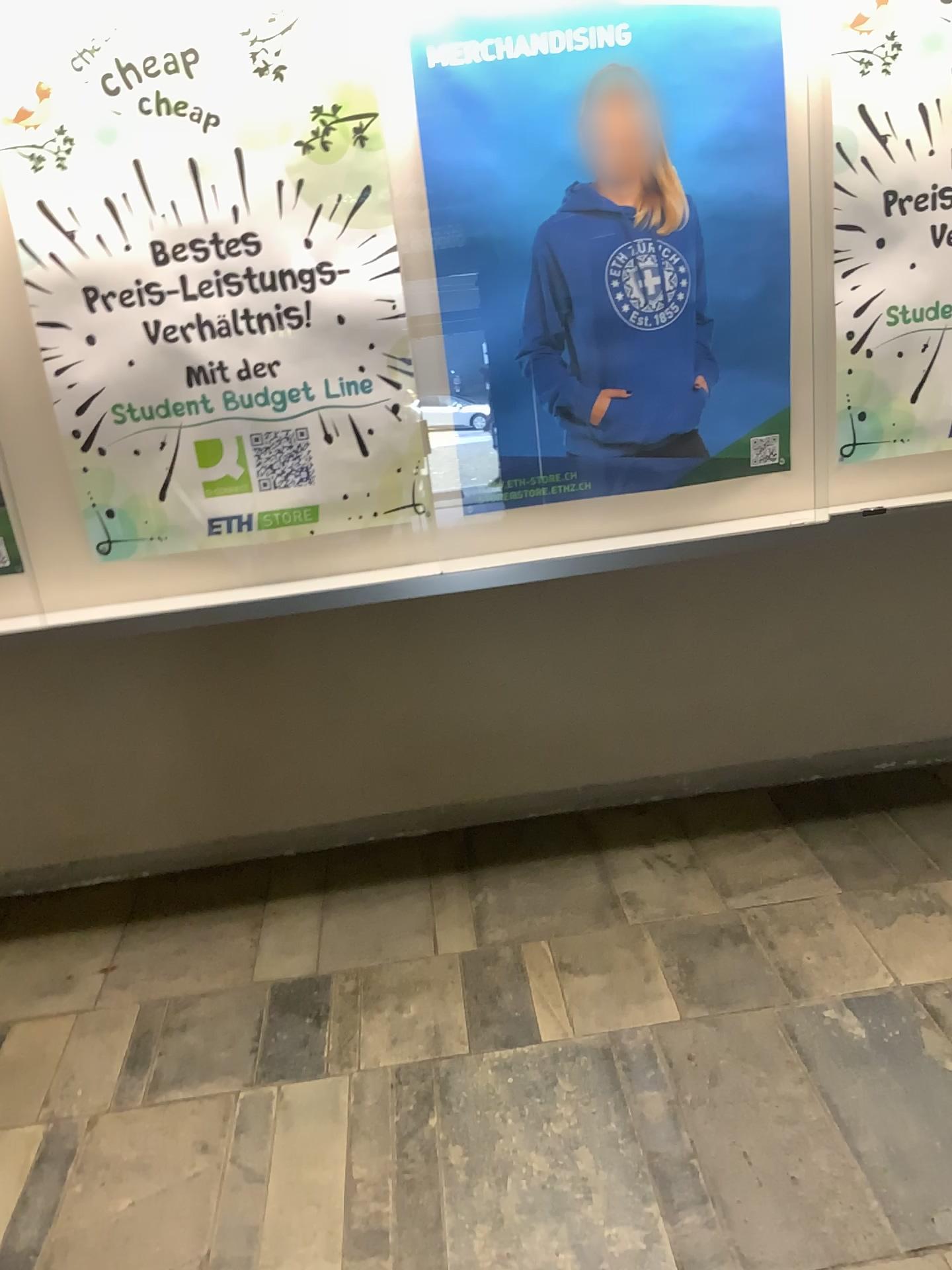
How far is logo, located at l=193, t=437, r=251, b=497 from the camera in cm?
255

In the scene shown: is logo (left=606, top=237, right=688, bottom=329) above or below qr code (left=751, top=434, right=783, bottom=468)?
above

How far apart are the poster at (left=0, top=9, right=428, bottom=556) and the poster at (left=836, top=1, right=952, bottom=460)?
1.1 meters

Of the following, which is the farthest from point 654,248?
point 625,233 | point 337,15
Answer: point 337,15

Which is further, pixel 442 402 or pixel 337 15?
pixel 442 402

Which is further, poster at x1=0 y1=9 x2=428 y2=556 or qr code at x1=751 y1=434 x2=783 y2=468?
qr code at x1=751 y1=434 x2=783 y2=468

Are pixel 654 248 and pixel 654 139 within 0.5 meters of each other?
yes

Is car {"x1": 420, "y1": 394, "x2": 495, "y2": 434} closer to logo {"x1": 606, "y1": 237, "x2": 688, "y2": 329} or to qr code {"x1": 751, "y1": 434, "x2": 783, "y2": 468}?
logo {"x1": 606, "y1": 237, "x2": 688, "y2": 329}

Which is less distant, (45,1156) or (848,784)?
(45,1156)

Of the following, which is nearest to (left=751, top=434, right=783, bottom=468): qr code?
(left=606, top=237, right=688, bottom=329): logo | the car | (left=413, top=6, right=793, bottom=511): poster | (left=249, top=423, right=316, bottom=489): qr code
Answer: (left=413, top=6, right=793, bottom=511): poster
